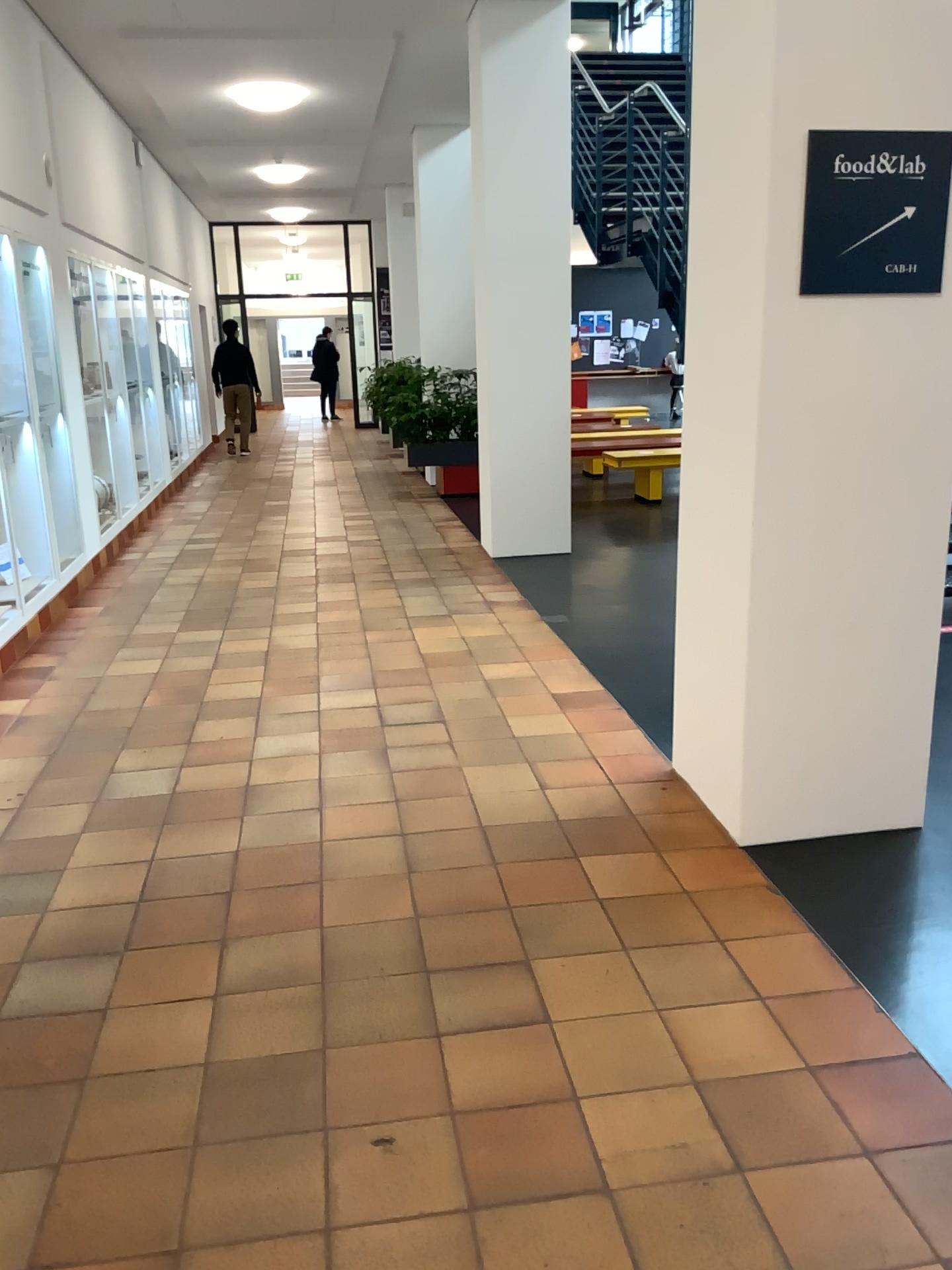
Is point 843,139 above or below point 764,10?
below

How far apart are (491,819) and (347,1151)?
1.5m

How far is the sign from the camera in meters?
2.7 m

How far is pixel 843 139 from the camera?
2.72m
